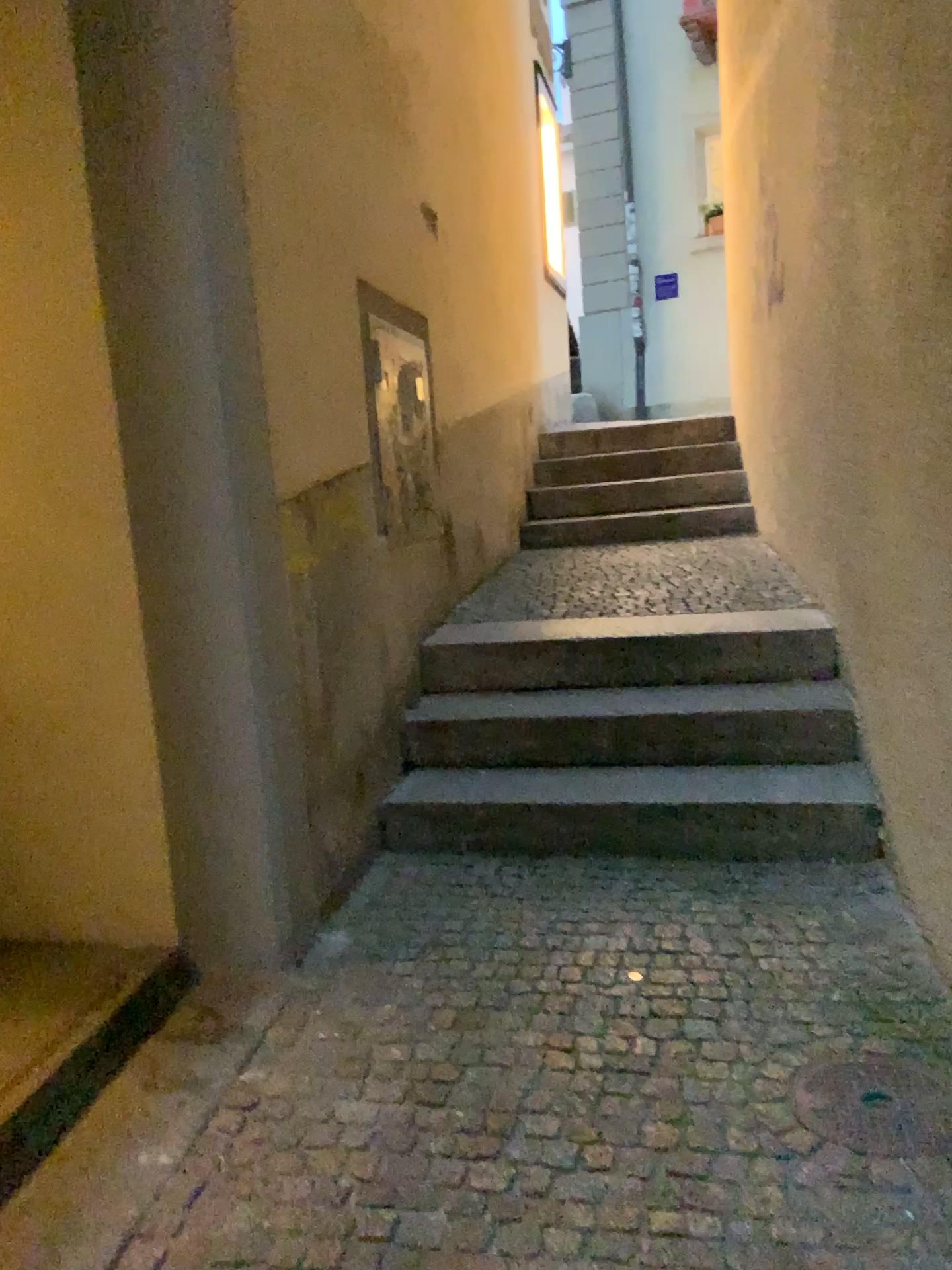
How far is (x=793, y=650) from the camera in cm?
348

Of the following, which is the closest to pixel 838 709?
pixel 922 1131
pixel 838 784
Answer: pixel 838 784

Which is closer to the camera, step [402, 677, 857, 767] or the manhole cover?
the manhole cover

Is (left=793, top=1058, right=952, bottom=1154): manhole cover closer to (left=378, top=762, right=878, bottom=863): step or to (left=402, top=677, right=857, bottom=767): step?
(left=378, top=762, right=878, bottom=863): step

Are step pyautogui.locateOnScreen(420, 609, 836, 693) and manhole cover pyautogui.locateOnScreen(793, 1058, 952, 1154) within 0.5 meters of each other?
no

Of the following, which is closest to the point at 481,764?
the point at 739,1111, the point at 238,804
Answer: the point at 238,804

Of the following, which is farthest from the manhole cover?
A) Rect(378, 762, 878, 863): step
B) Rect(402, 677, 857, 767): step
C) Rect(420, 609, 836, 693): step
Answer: Rect(420, 609, 836, 693): step

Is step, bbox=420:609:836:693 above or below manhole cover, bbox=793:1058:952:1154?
above

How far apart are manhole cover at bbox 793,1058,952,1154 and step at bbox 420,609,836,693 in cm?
162

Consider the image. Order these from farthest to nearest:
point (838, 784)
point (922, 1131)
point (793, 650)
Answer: point (793, 650) → point (838, 784) → point (922, 1131)
